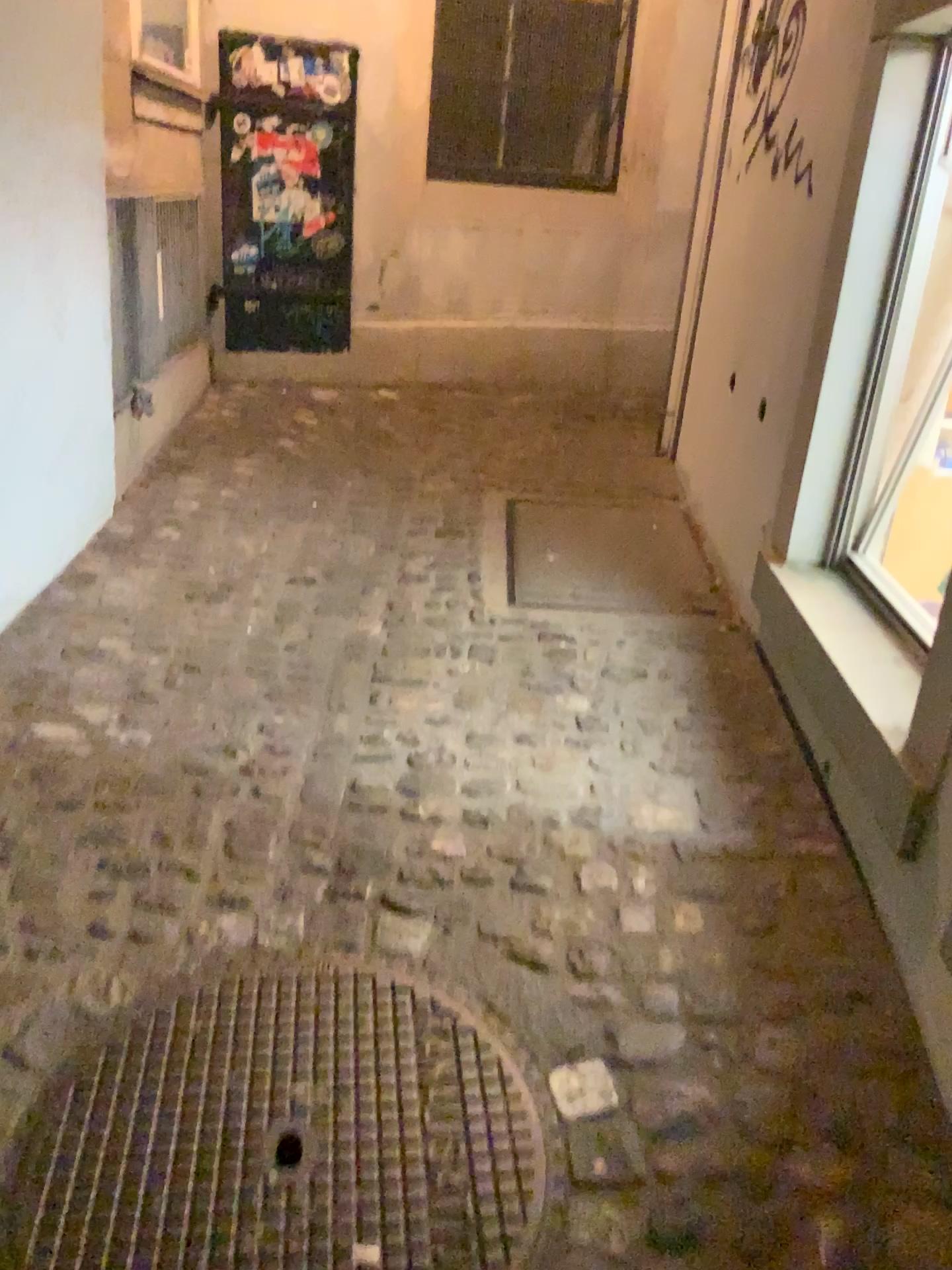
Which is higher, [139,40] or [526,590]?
[139,40]

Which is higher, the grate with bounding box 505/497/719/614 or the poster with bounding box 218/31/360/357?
the poster with bounding box 218/31/360/357

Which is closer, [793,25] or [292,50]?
[793,25]

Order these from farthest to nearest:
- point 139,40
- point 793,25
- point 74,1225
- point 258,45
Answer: point 258,45, point 139,40, point 793,25, point 74,1225

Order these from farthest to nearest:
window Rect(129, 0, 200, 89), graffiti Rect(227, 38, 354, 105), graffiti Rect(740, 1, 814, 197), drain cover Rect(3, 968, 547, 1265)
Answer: graffiti Rect(227, 38, 354, 105)
window Rect(129, 0, 200, 89)
graffiti Rect(740, 1, 814, 197)
drain cover Rect(3, 968, 547, 1265)

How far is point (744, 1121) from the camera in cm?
146

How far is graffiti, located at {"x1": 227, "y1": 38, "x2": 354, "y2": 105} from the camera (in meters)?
4.28

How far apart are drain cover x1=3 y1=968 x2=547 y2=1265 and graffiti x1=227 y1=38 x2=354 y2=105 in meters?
3.9

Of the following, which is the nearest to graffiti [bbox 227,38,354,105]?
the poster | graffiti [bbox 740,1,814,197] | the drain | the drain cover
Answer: the poster

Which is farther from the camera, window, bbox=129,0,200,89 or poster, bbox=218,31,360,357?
poster, bbox=218,31,360,357
